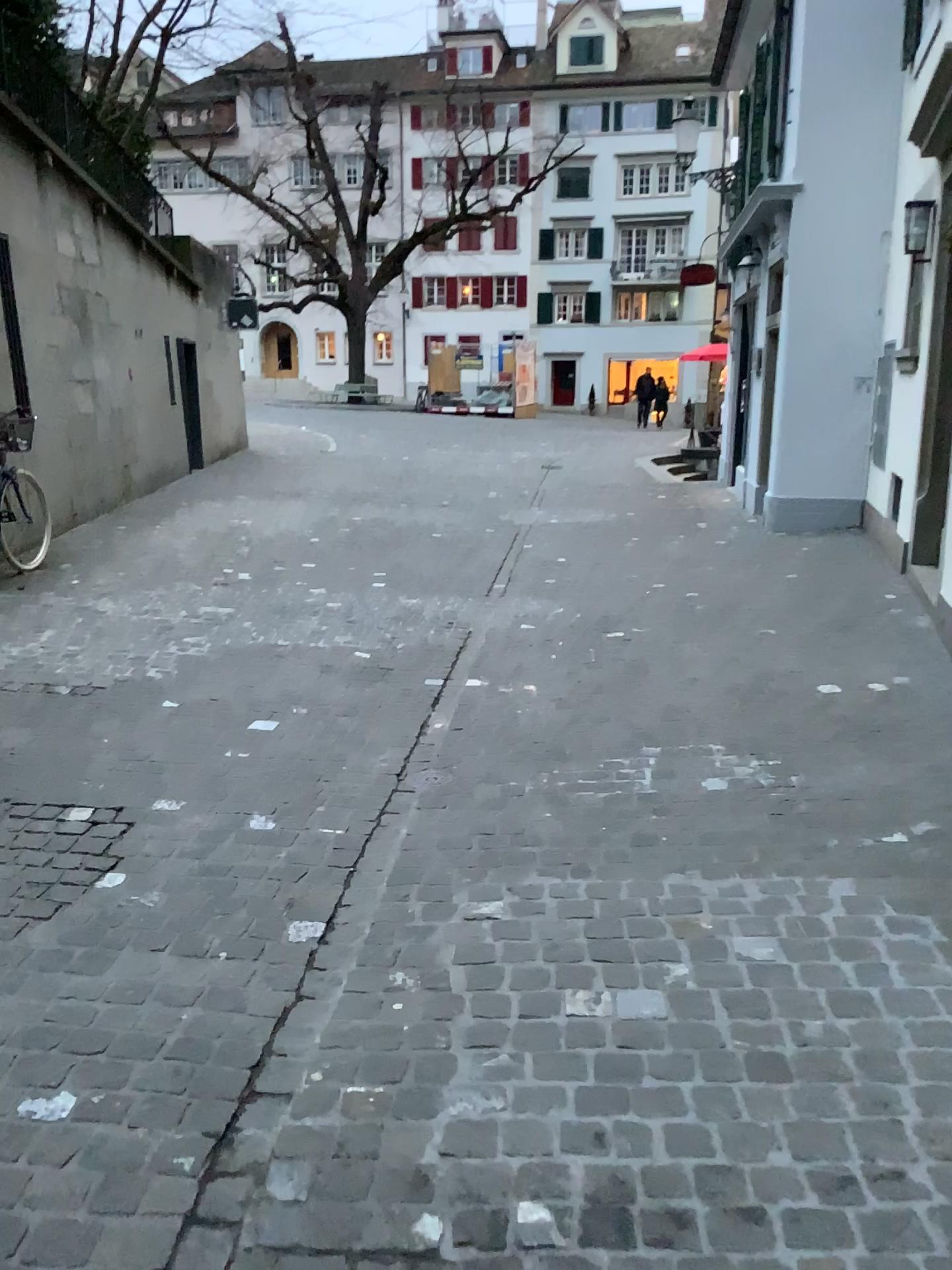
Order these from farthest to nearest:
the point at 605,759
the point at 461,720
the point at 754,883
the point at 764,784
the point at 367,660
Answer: the point at 367,660 < the point at 461,720 < the point at 605,759 < the point at 764,784 < the point at 754,883
